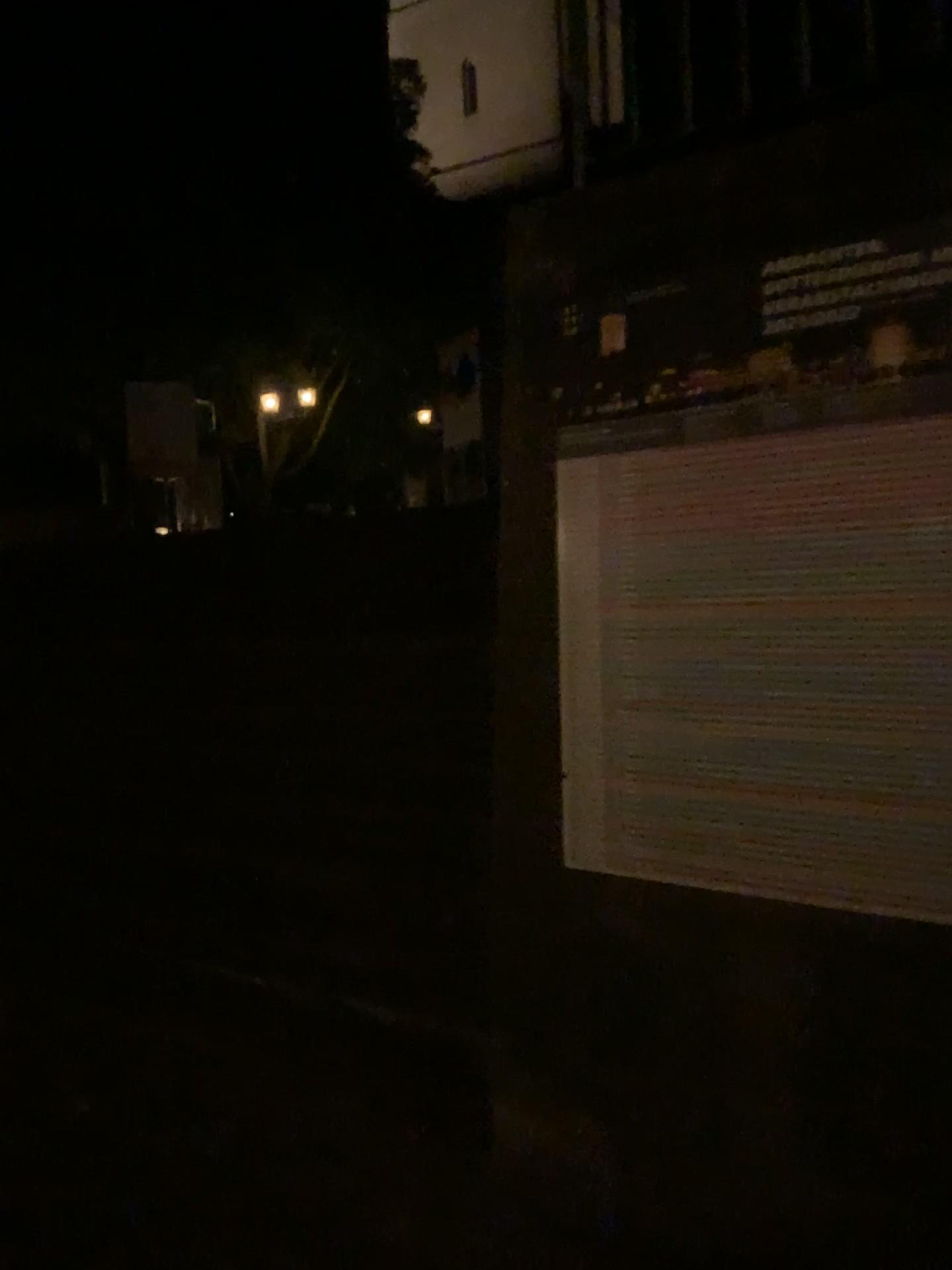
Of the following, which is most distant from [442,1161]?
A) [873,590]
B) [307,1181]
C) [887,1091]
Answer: [873,590]
